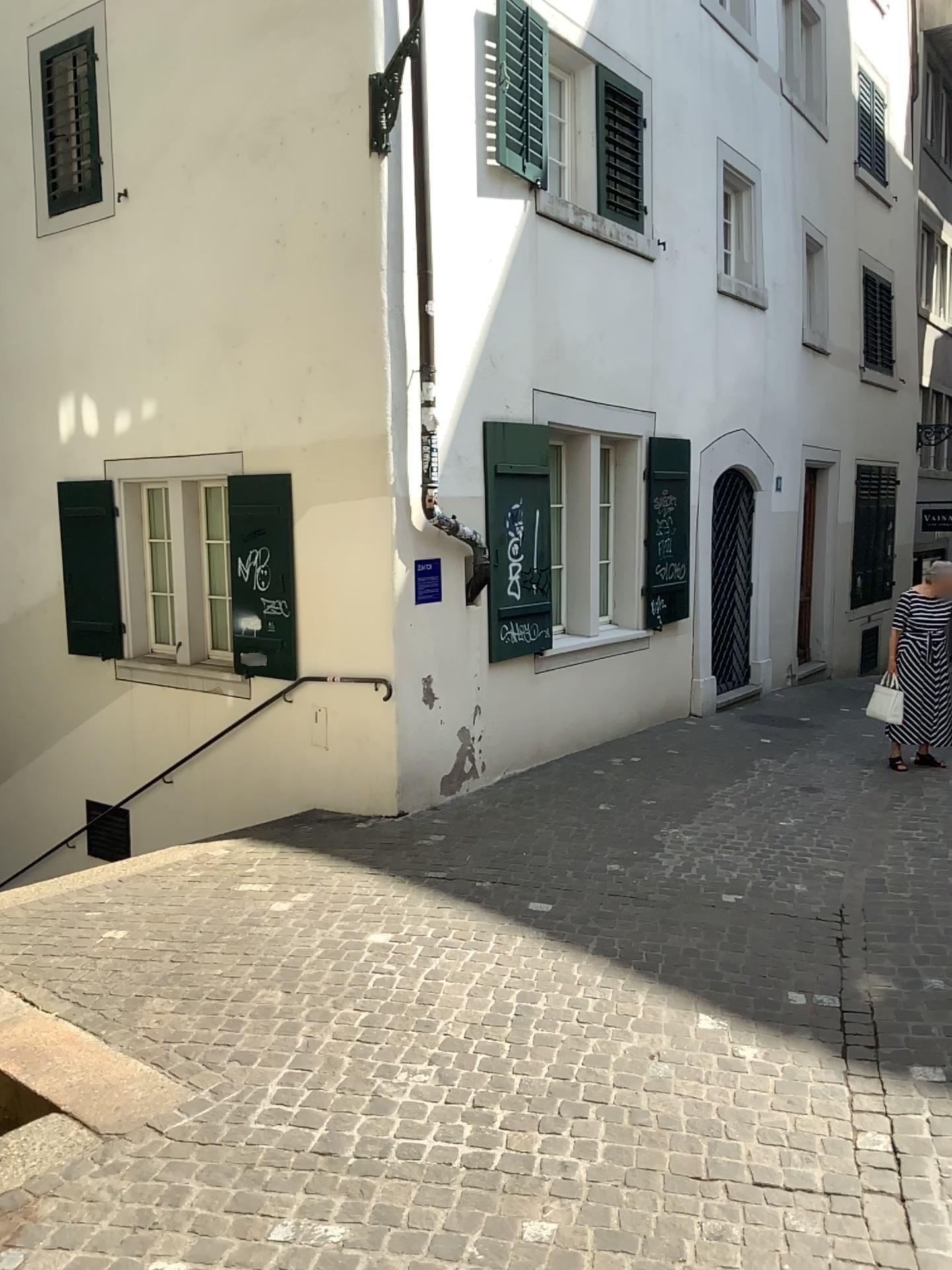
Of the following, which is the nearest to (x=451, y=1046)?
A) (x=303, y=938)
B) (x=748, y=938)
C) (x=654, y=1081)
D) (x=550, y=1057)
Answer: (x=550, y=1057)
